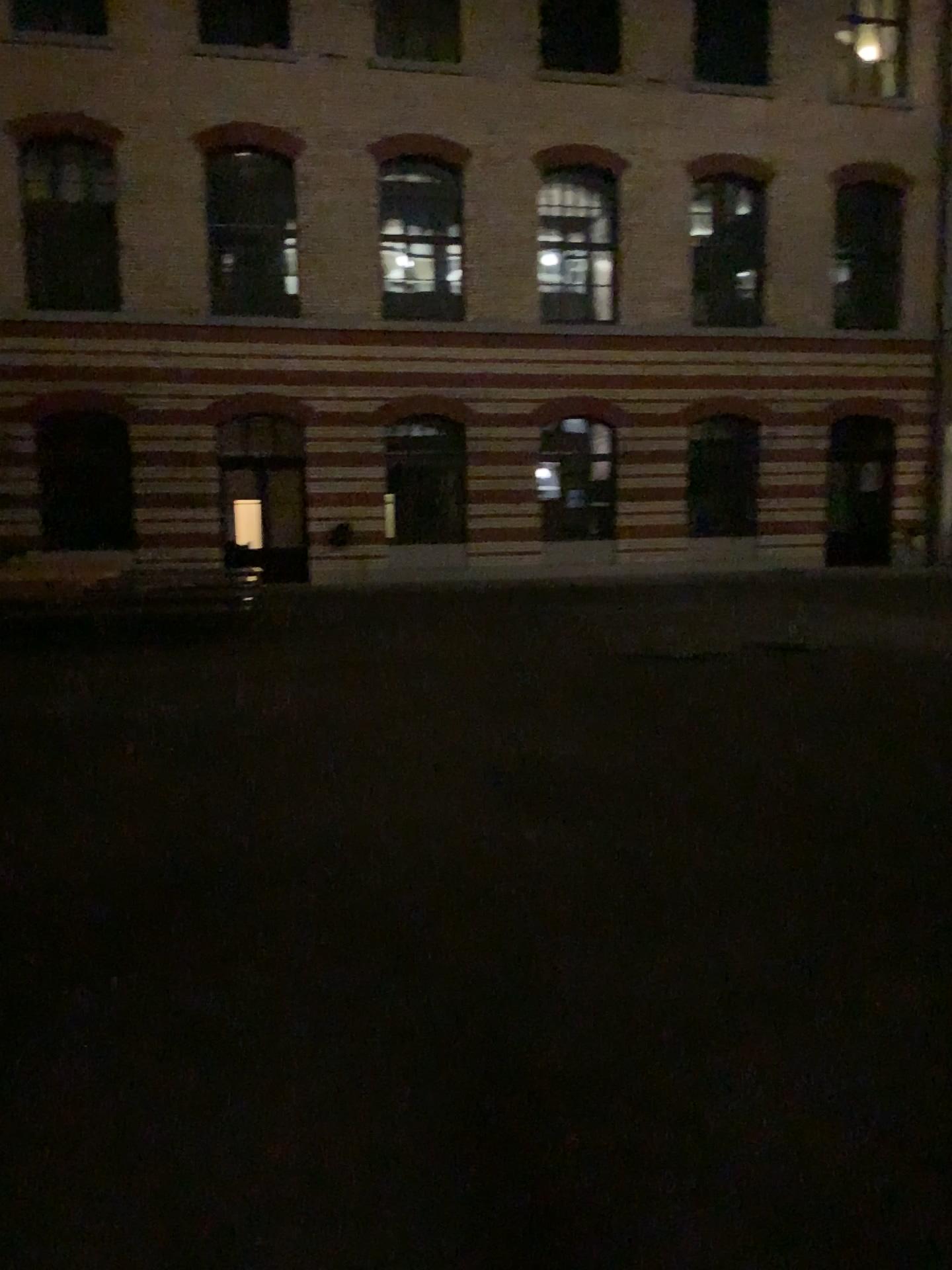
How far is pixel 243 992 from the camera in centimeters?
358cm
